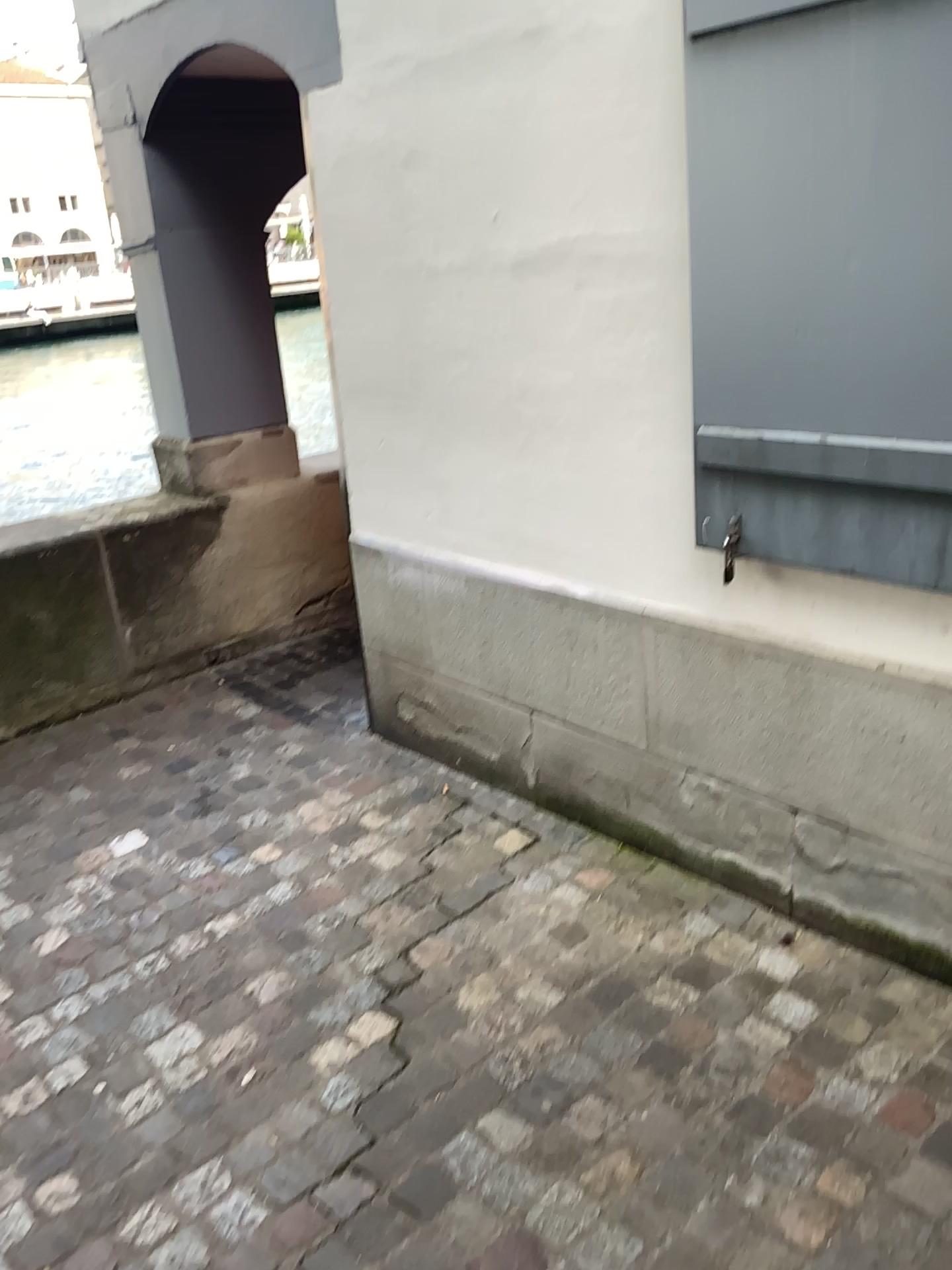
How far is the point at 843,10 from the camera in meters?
1.7

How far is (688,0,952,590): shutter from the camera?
1.71m

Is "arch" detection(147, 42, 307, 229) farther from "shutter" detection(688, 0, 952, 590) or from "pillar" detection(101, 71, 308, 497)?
"shutter" detection(688, 0, 952, 590)

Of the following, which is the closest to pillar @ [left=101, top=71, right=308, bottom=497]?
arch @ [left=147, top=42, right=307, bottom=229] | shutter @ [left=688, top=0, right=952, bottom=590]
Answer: arch @ [left=147, top=42, right=307, bottom=229]

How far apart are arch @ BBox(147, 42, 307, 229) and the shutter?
2.4m

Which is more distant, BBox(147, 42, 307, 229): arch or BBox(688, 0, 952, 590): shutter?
BBox(147, 42, 307, 229): arch

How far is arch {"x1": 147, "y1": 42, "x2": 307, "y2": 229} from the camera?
3.81m

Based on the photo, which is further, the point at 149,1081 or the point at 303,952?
the point at 303,952

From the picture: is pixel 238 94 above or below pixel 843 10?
above

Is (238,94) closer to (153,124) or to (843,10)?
(153,124)
